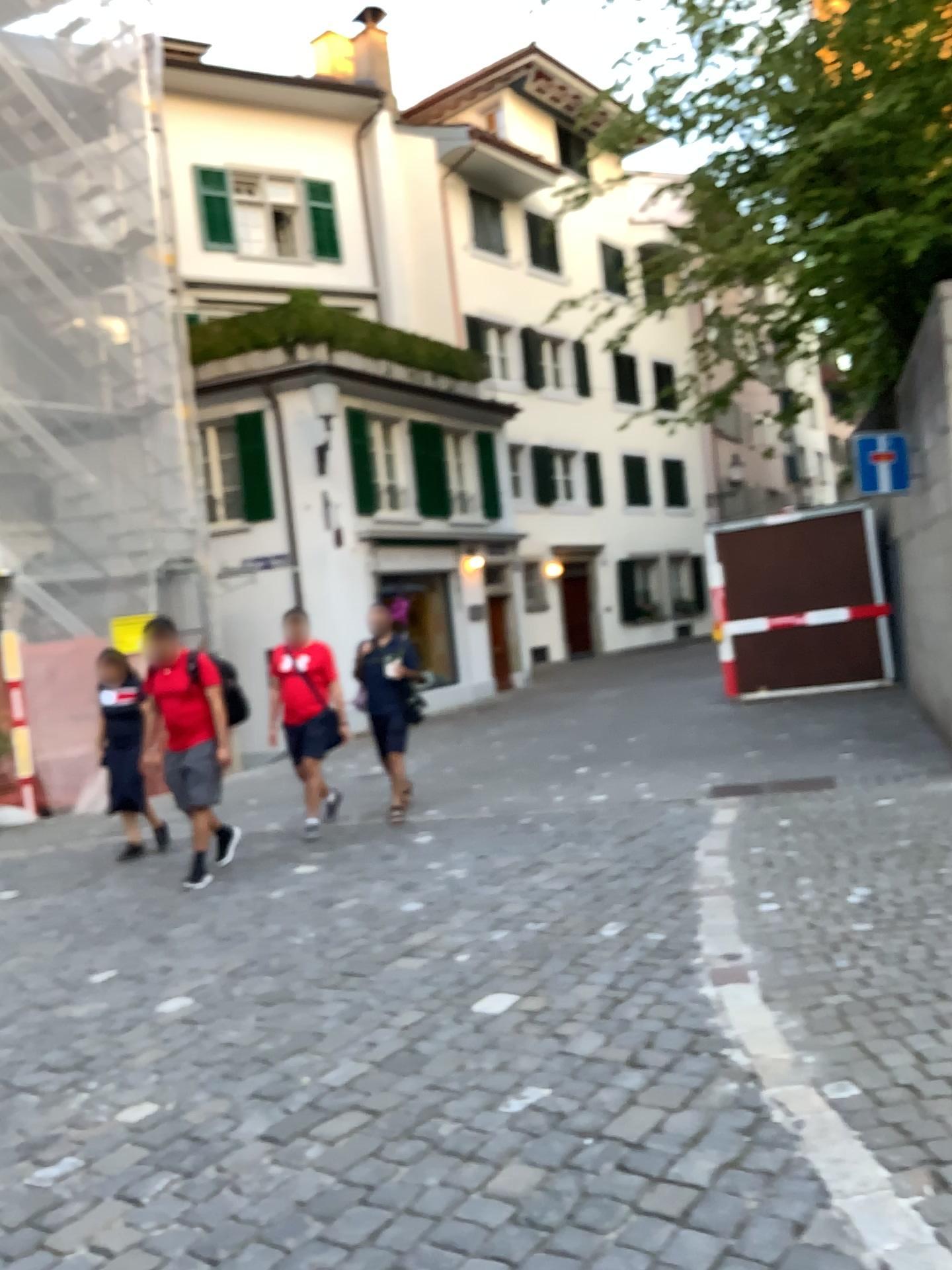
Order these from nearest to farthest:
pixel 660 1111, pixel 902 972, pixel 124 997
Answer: pixel 660 1111, pixel 902 972, pixel 124 997
